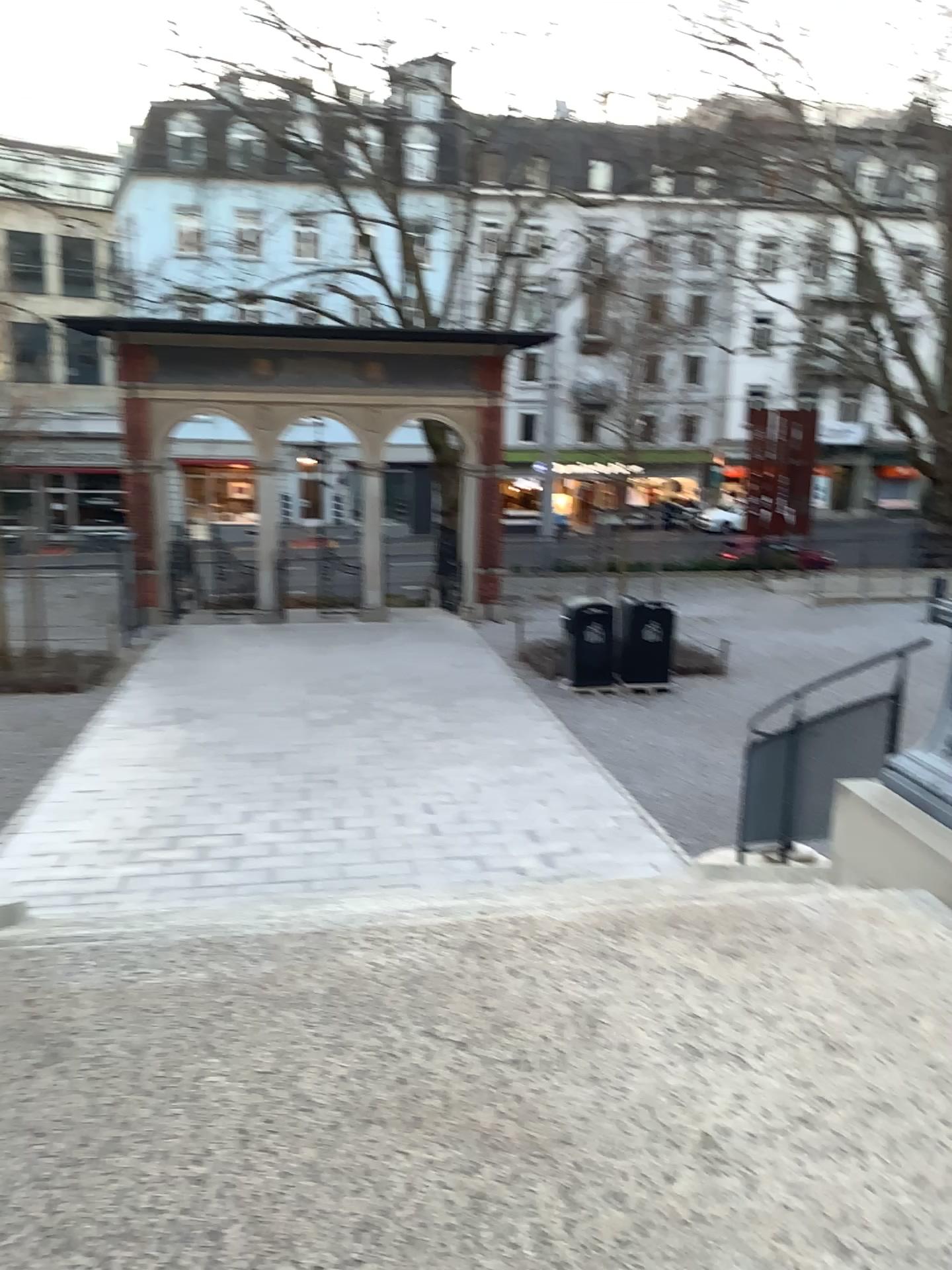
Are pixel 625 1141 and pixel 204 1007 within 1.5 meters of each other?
yes
